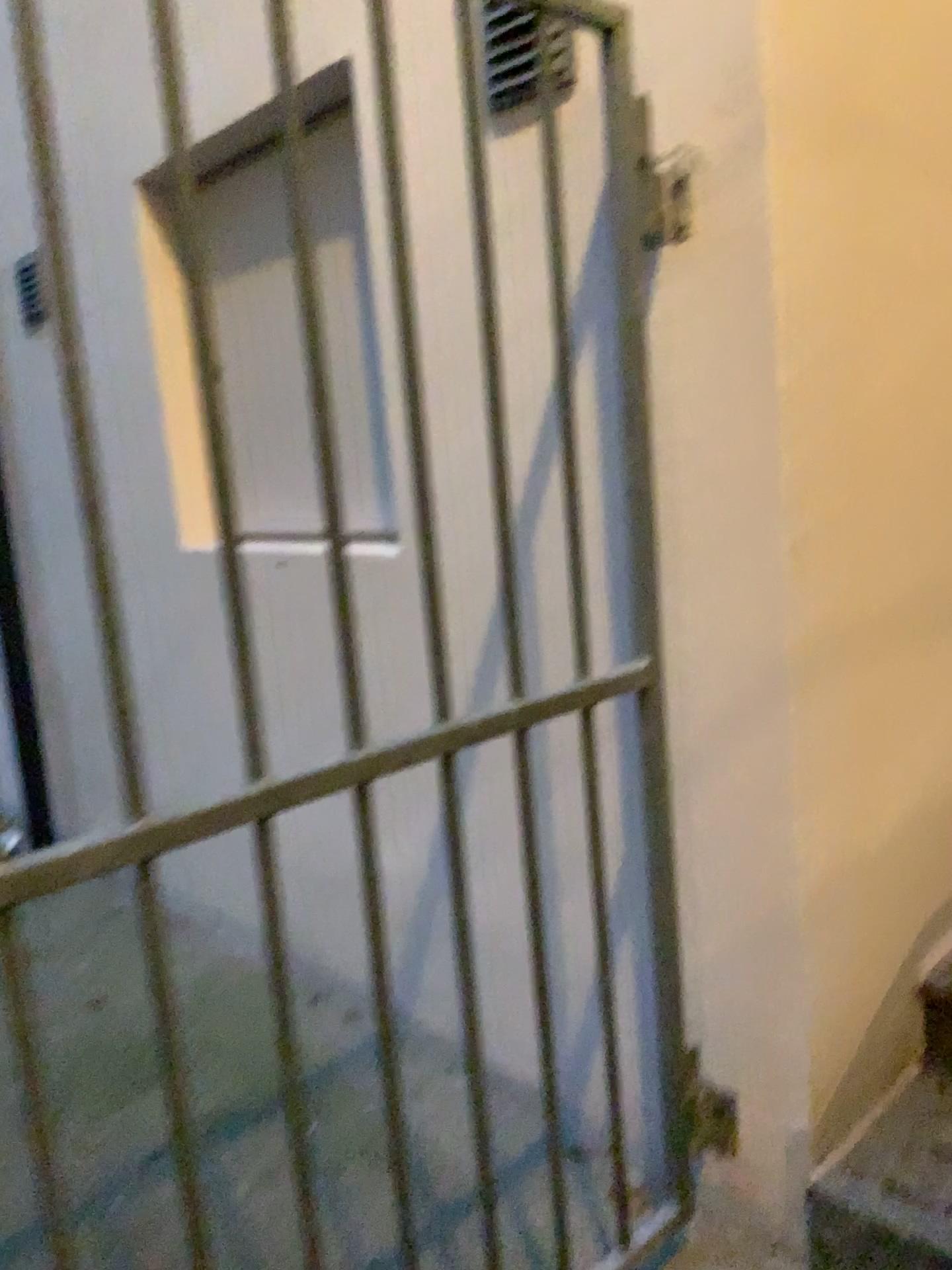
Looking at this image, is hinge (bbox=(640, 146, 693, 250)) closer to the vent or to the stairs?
the vent

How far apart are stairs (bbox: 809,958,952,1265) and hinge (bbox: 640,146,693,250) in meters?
1.2

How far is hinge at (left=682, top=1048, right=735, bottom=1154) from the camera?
1.64m

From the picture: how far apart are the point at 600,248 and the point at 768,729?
0.7 meters

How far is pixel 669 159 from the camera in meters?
1.4 m

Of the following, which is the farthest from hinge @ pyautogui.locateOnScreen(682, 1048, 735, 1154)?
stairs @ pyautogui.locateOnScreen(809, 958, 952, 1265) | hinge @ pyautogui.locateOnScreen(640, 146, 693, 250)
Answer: hinge @ pyautogui.locateOnScreen(640, 146, 693, 250)

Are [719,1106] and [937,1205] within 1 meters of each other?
yes

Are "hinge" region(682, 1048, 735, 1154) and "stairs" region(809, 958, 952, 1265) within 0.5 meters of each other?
yes

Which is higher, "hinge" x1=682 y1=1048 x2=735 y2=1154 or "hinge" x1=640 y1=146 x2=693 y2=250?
"hinge" x1=640 y1=146 x2=693 y2=250

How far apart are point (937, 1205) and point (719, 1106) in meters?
0.3 m
